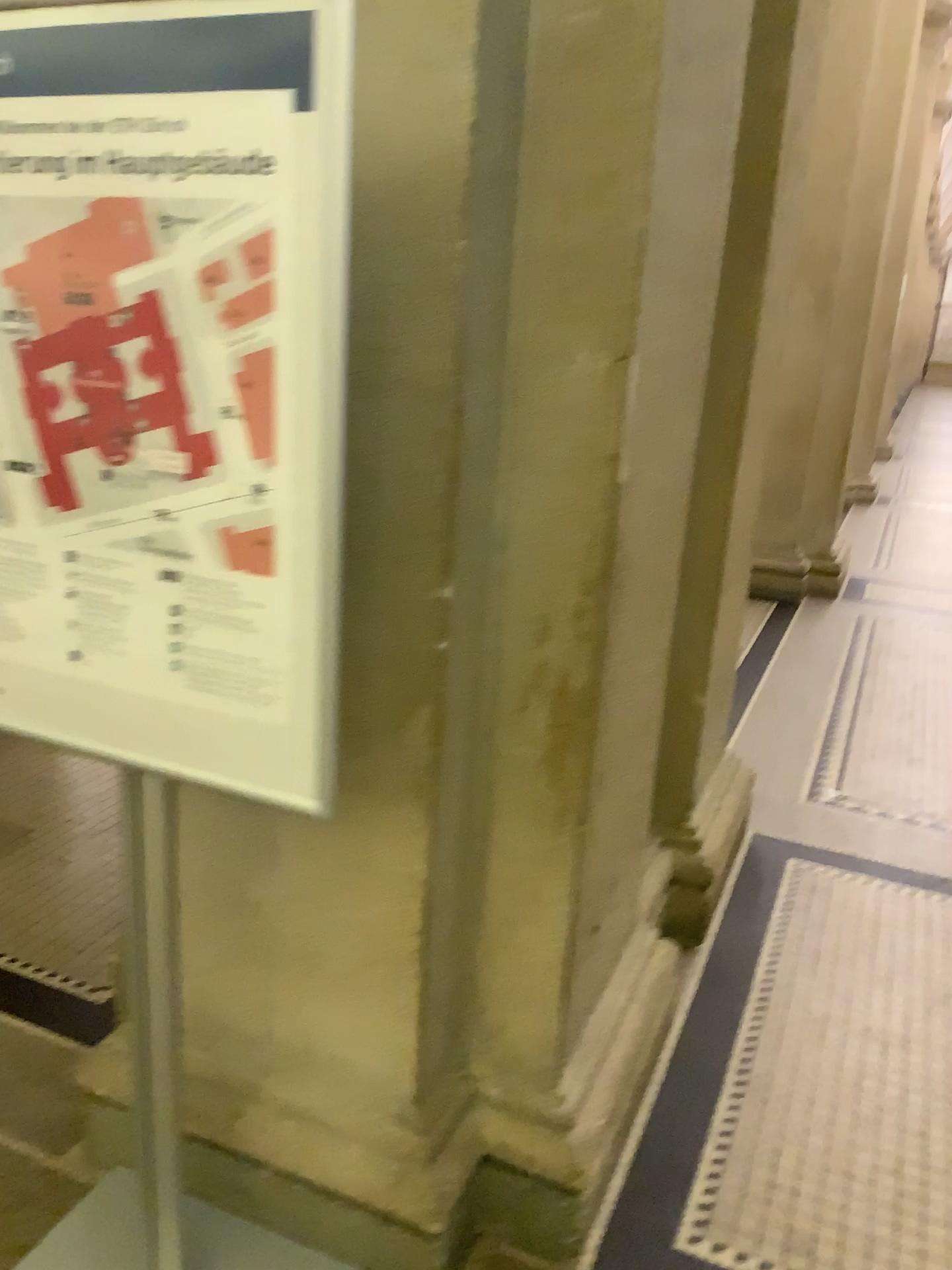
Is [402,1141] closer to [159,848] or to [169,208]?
[159,848]

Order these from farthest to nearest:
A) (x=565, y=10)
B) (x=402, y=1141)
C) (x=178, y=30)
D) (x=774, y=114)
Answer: (x=774, y=114), (x=402, y=1141), (x=565, y=10), (x=178, y=30)

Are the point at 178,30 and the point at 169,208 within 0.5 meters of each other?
yes

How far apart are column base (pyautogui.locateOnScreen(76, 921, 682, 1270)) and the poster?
0.8m

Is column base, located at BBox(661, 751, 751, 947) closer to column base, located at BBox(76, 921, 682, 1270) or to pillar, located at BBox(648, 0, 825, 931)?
pillar, located at BBox(648, 0, 825, 931)

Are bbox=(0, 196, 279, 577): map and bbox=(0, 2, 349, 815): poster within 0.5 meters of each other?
yes

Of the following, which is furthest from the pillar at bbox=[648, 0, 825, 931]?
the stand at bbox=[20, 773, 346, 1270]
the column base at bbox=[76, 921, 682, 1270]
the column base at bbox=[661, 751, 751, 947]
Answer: the stand at bbox=[20, 773, 346, 1270]

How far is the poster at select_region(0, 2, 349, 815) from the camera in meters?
1.0

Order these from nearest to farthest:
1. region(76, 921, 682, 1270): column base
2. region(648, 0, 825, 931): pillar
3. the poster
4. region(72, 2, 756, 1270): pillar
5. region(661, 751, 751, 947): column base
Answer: the poster, region(72, 2, 756, 1270): pillar, region(76, 921, 682, 1270): column base, region(648, 0, 825, 931): pillar, region(661, 751, 751, 947): column base

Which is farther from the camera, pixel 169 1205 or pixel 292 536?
pixel 169 1205
